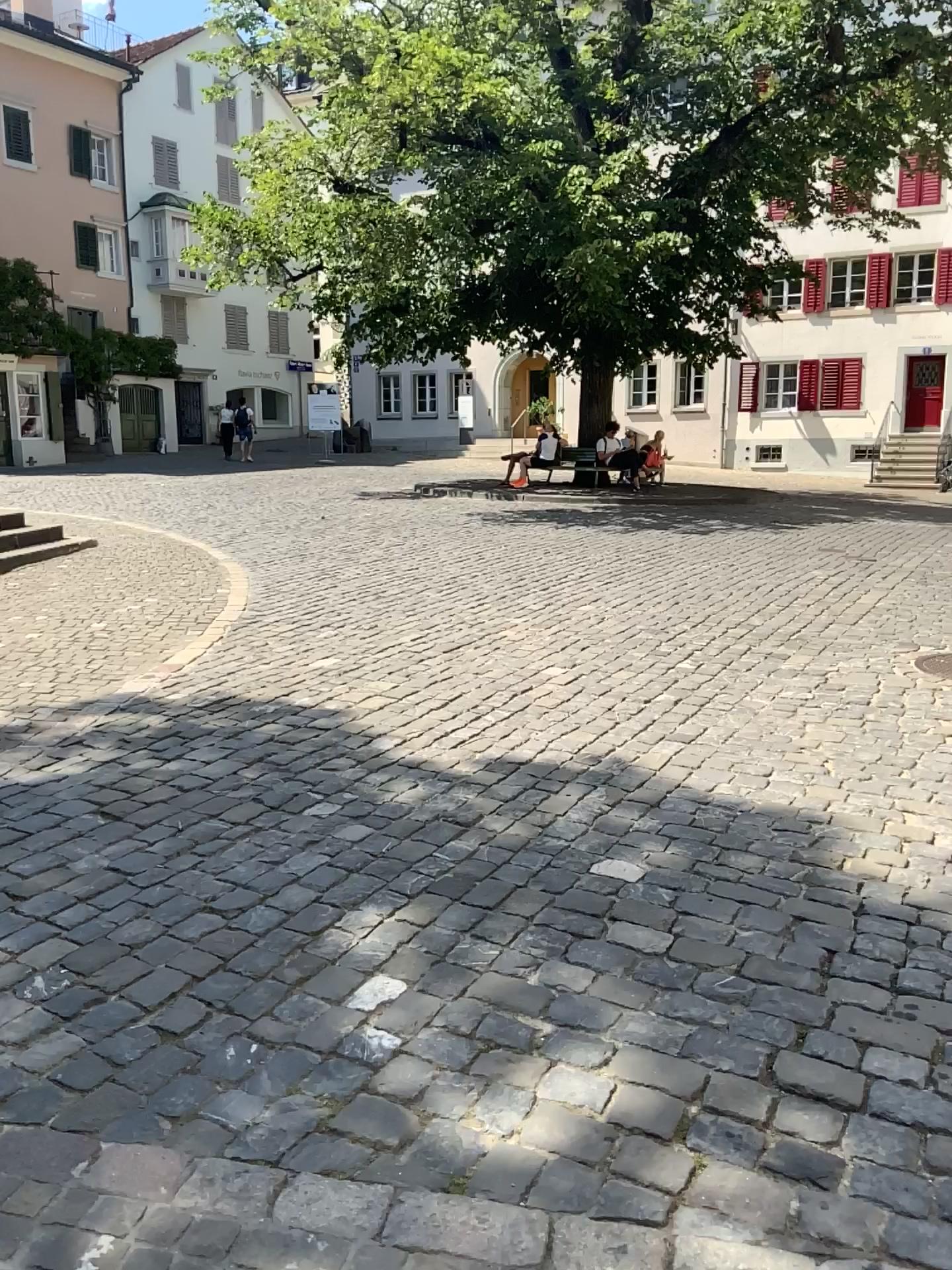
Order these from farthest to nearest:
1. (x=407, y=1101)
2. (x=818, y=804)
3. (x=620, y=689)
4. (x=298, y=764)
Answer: (x=620, y=689), (x=298, y=764), (x=818, y=804), (x=407, y=1101)
